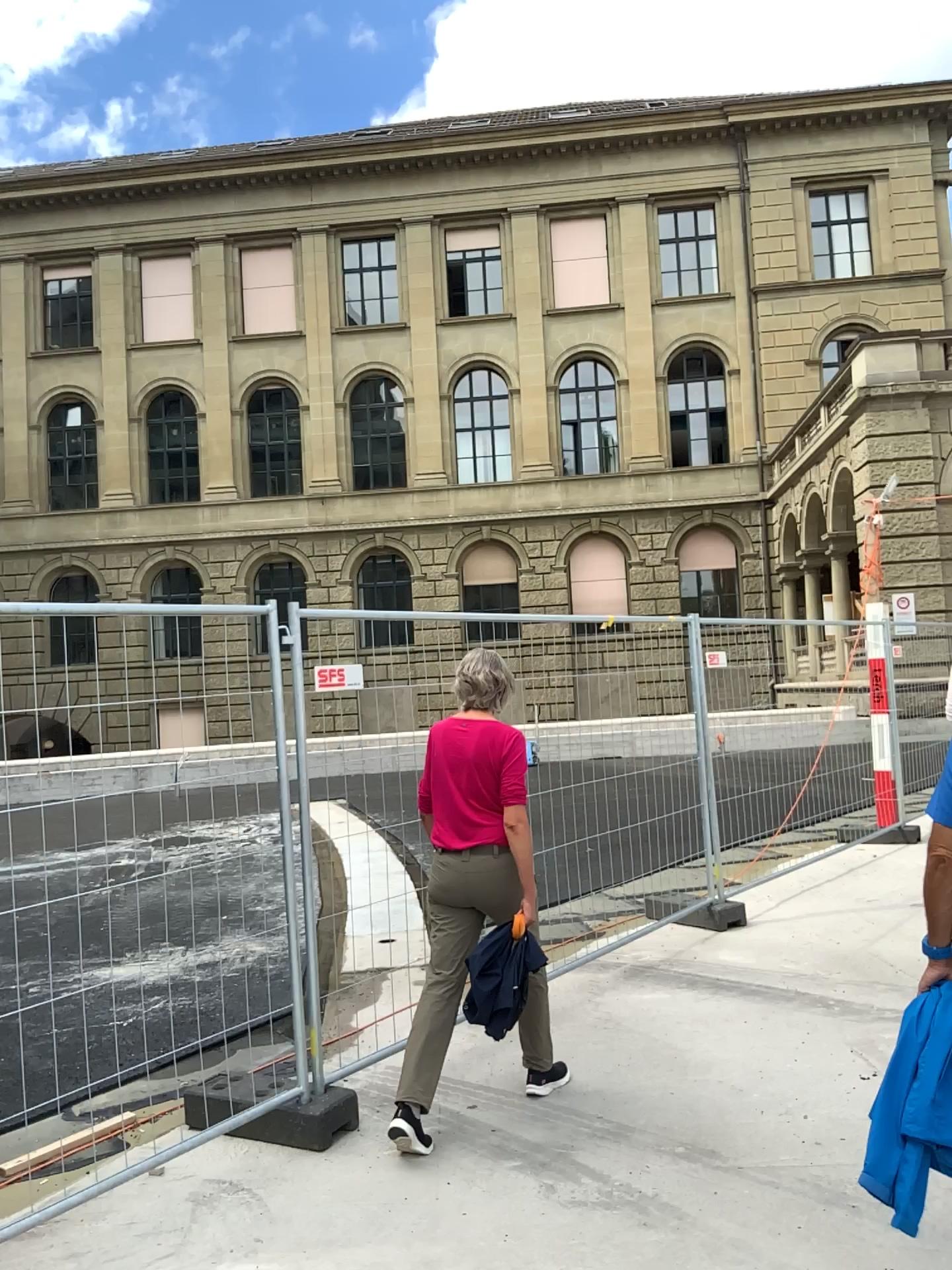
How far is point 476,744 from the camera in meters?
3.9 m

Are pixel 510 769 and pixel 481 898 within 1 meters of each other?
yes

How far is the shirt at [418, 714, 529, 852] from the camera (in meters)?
3.86
